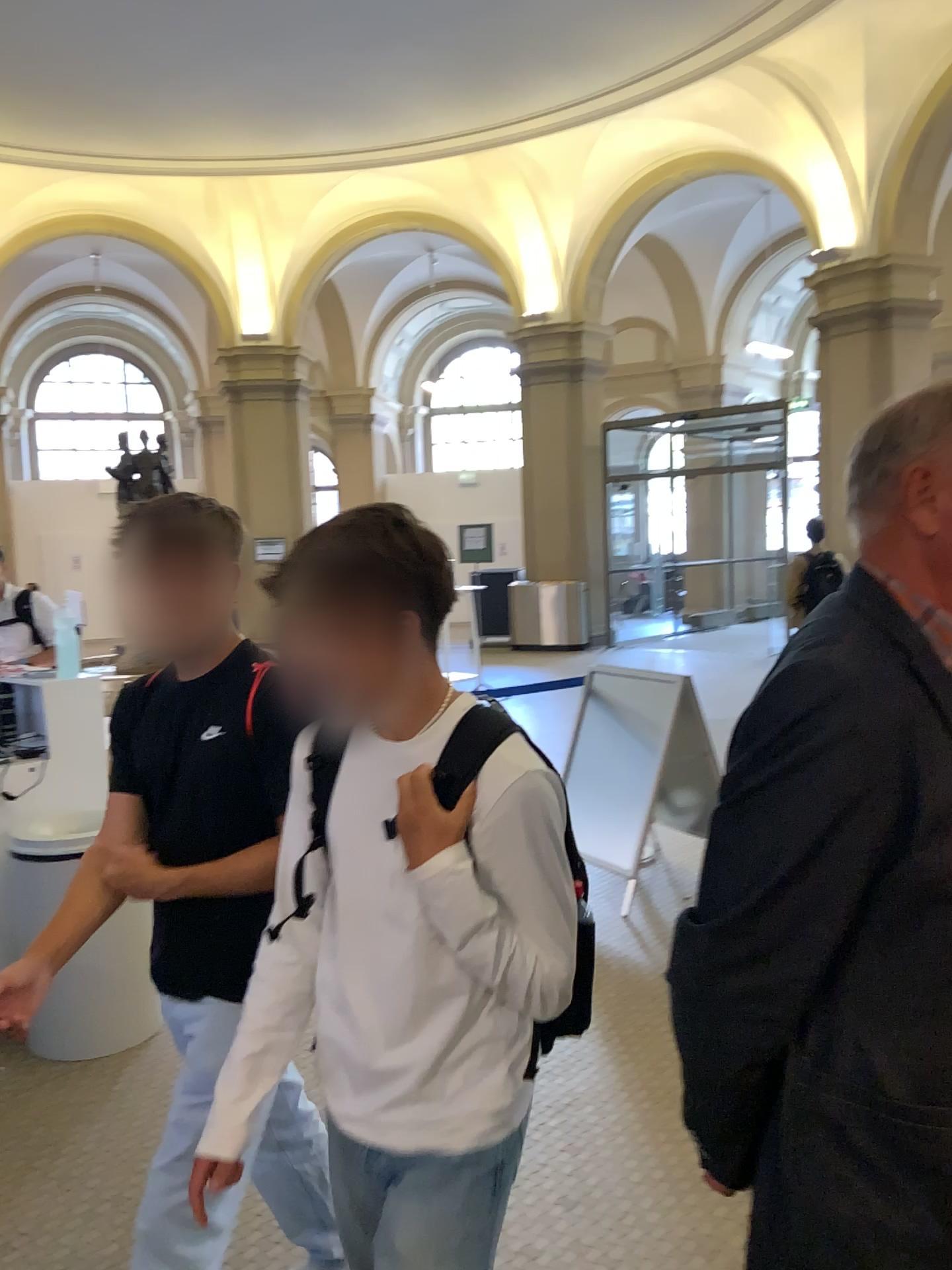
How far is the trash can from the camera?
3.3m

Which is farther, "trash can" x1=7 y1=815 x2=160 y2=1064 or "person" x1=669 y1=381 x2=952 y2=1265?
"trash can" x1=7 y1=815 x2=160 y2=1064

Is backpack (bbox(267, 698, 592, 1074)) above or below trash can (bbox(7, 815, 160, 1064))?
above

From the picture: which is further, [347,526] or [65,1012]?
[65,1012]

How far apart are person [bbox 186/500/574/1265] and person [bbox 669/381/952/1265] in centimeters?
27cm

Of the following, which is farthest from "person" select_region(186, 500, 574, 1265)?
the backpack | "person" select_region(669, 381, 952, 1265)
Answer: "person" select_region(669, 381, 952, 1265)

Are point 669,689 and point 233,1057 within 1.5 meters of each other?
no

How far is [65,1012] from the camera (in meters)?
3.35

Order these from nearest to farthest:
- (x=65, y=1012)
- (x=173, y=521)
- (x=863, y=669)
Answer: (x=863, y=669)
(x=173, y=521)
(x=65, y=1012)

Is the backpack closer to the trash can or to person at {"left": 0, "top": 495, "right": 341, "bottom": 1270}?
person at {"left": 0, "top": 495, "right": 341, "bottom": 1270}
